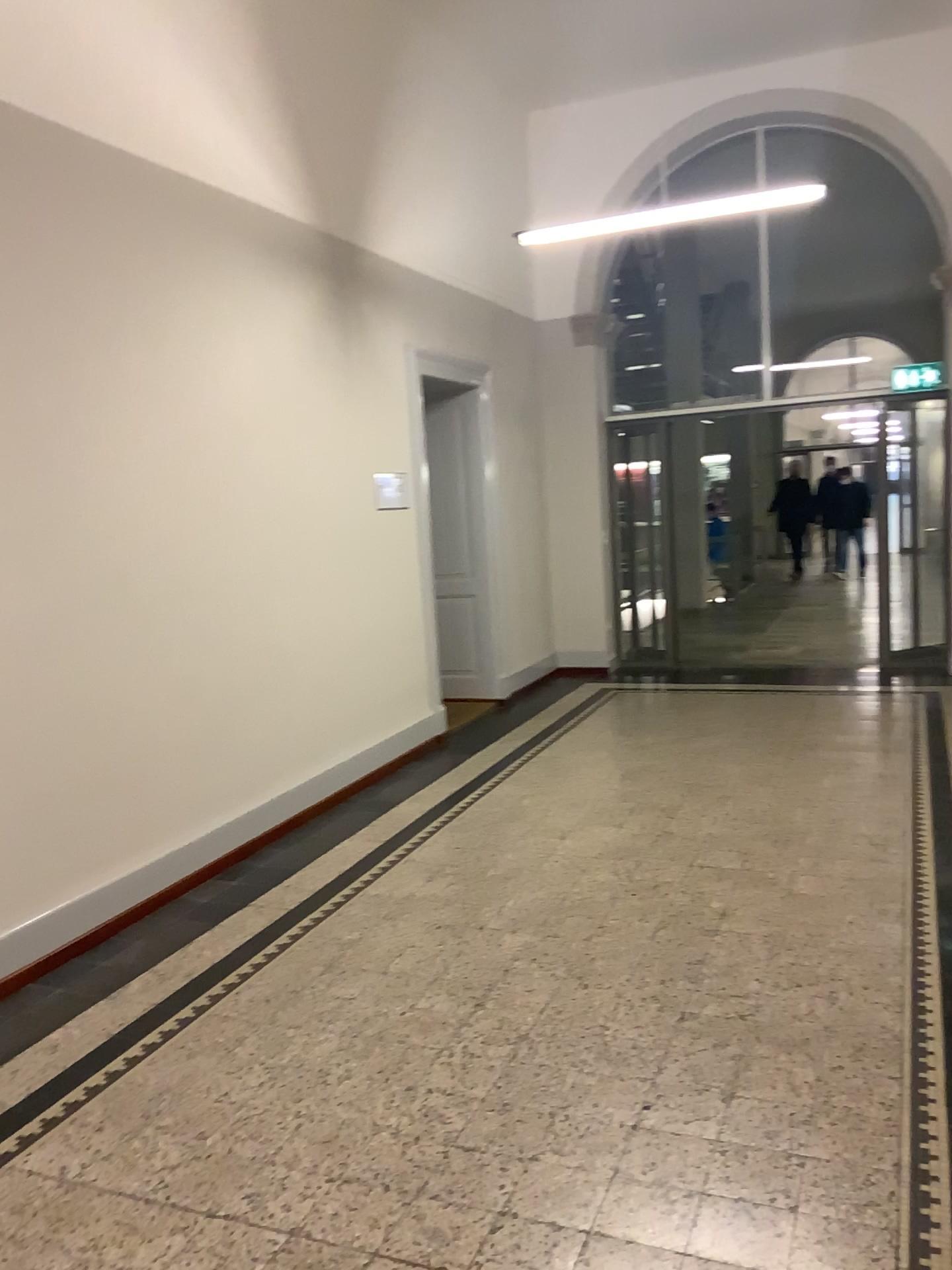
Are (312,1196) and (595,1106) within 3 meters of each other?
yes
